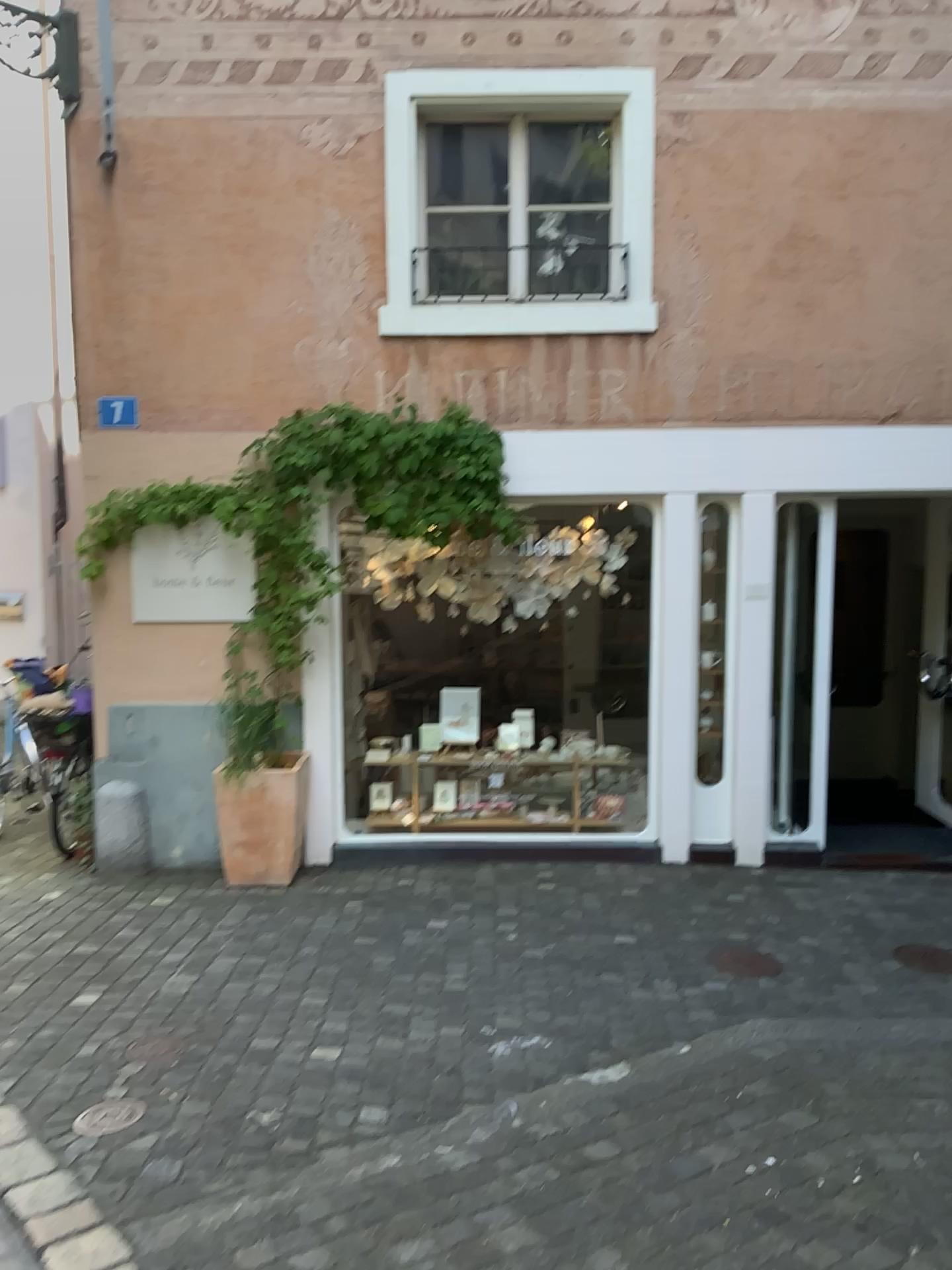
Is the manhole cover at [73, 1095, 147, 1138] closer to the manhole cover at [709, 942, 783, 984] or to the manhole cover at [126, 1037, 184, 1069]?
the manhole cover at [126, 1037, 184, 1069]

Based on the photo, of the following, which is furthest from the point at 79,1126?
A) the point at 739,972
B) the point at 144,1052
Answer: the point at 739,972

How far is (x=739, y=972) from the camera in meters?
4.4

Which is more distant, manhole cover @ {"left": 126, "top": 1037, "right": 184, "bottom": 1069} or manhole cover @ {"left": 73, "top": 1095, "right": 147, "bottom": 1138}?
manhole cover @ {"left": 126, "top": 1037, "right": 184, "bottom": 1069}

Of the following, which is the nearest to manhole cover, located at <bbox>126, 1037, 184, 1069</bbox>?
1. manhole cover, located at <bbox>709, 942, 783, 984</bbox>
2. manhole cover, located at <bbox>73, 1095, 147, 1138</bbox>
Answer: manhole cover, located at <bbox>73, 1095, 147, 1138</bbox>

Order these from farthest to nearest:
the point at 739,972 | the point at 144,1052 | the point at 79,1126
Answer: the point at 739,972 < the point at 144,1052 < the point at 79,1126

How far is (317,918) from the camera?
4.9m

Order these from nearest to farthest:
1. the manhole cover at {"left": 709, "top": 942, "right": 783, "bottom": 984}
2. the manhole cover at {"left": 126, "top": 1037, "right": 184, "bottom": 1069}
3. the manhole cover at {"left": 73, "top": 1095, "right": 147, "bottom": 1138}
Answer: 1. the manhole cover at {"left": 73, "top": 1095, "right": 147, "bottom": 1138}
2. the manhole cover at {"left": 126, "top": 1037, "right": 184, "bottom": 1069}
3. the manhole cover at {"left": 709, "top": 942, "right": 783, "bottom": 984}

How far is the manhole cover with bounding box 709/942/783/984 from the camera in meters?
4.4 m
